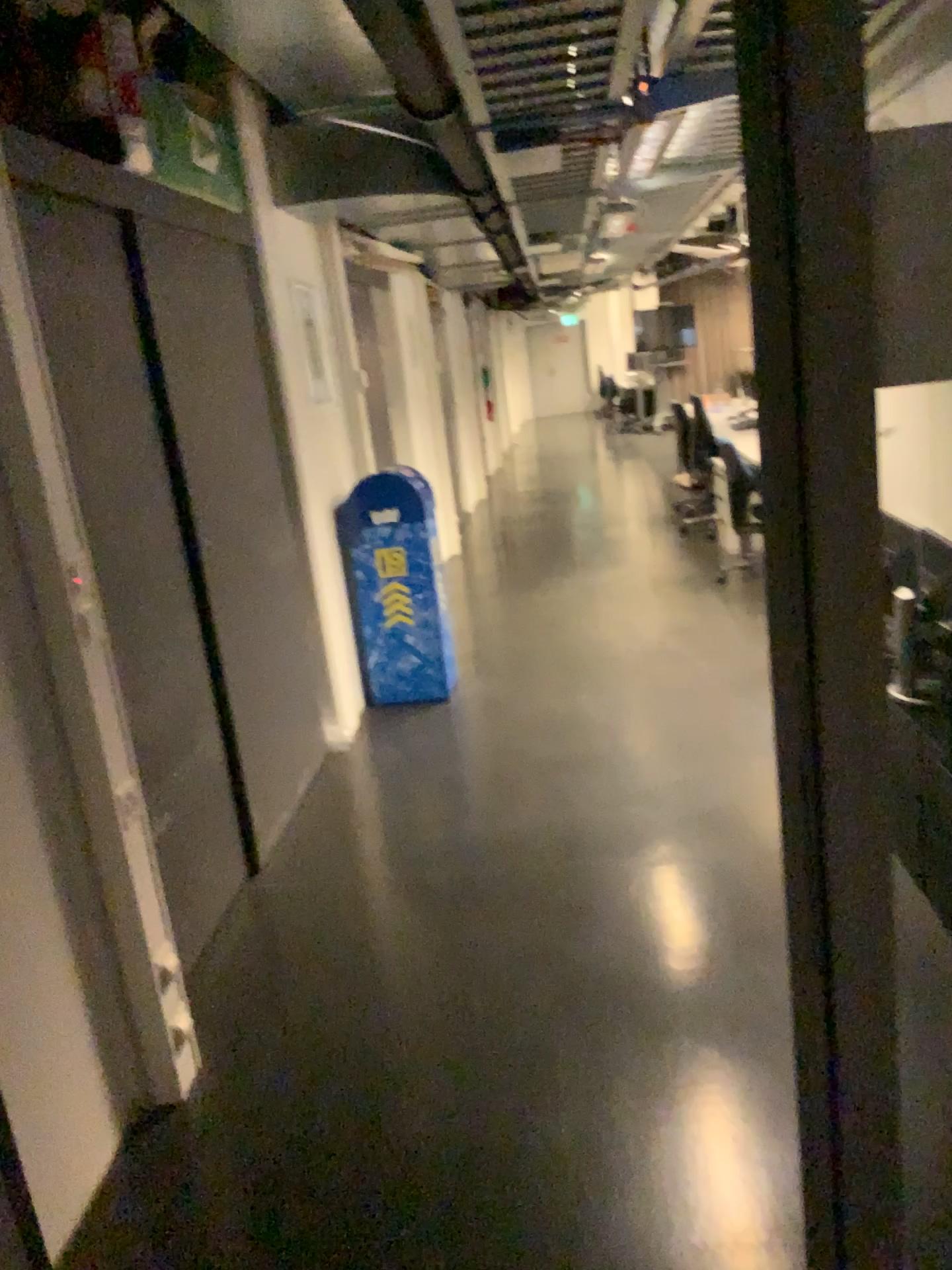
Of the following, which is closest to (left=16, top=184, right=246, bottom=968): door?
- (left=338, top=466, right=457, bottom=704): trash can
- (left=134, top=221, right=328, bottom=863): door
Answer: (left=134, top=221, right=328, bottom=863): door

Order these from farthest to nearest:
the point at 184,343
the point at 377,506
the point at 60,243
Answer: the point at 377,506
the point at 184,343
the point at 60,243

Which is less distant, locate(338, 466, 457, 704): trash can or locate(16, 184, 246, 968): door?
locate(16, 184, 246, 968): door

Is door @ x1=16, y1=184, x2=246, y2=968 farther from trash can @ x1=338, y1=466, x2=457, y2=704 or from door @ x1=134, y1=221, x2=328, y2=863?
trash can @ x1=338, y1=466, x2=457, y2=704

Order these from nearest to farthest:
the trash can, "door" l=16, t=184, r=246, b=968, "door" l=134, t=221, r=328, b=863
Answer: "door" l=16, t=184, r=246, b=968 < "door" l=134, t=221, r=328, b=863 < the trash can

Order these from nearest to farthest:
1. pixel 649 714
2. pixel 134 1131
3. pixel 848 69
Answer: pixel 848 69
pixel 134 1131
pixel 649 714

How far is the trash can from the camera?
4.78m

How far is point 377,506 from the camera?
4.8m

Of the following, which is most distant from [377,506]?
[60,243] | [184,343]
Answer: [60,243]
